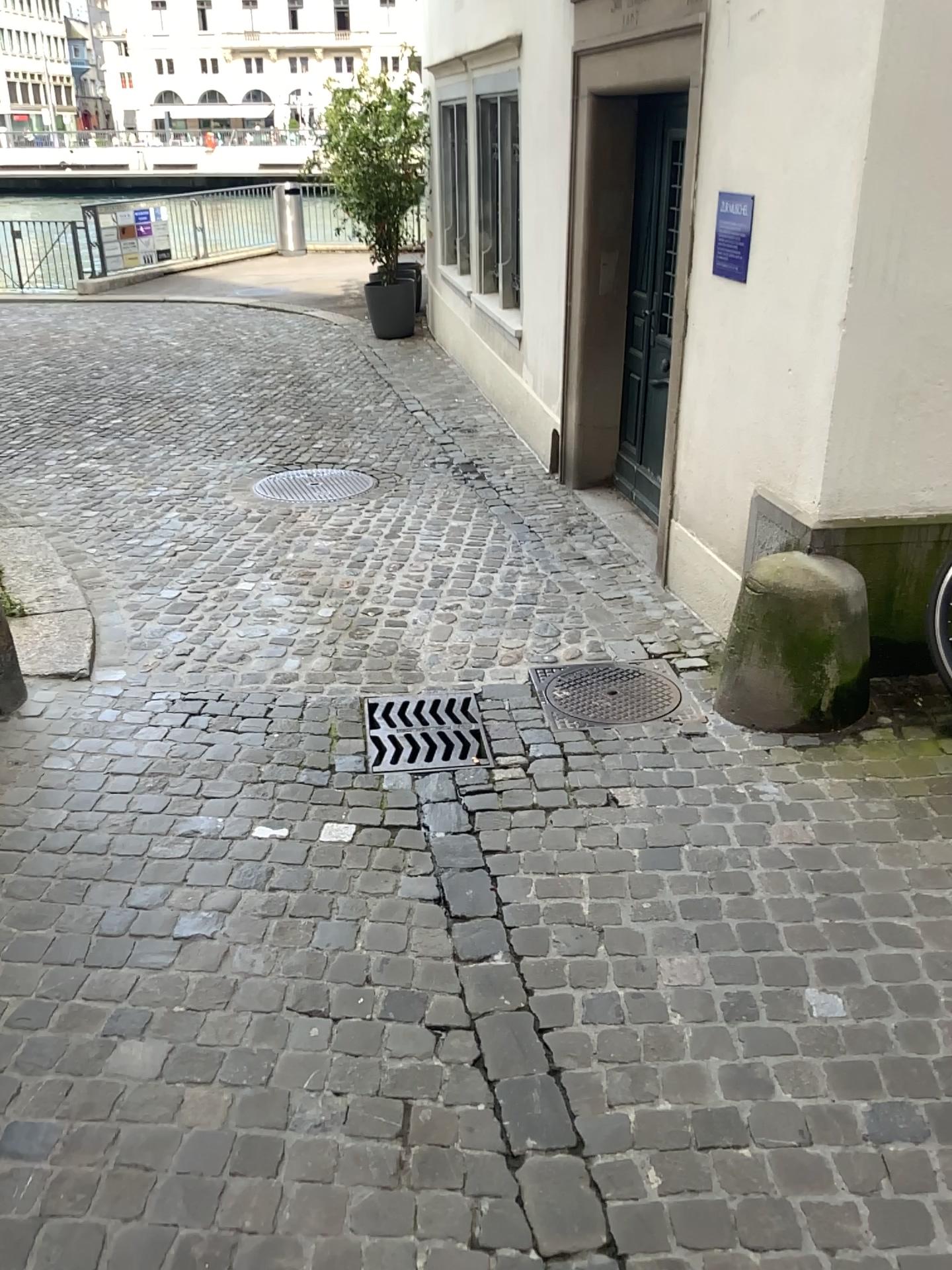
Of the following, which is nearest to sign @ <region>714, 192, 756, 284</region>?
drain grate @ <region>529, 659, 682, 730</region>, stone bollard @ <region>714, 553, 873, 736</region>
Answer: stone bollard @ <region>714, 553, 873, 736</region>

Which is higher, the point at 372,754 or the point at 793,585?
the point at 793,585

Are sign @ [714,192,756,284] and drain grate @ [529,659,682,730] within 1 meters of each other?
no

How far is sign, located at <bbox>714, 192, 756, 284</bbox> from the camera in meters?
3.5 m

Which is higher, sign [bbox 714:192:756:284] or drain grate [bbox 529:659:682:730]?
sign [bbox 714:192:756:284]

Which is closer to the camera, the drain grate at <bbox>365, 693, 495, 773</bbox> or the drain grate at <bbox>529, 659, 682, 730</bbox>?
the drain grate at <bbox>365, 693, 495, 773</bbox>

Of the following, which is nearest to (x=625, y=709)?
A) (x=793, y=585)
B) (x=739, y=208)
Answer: (x=793, y=585)

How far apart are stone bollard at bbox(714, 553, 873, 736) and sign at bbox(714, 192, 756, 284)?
1.1m

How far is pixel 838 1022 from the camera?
2.1 meters

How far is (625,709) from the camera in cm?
350
